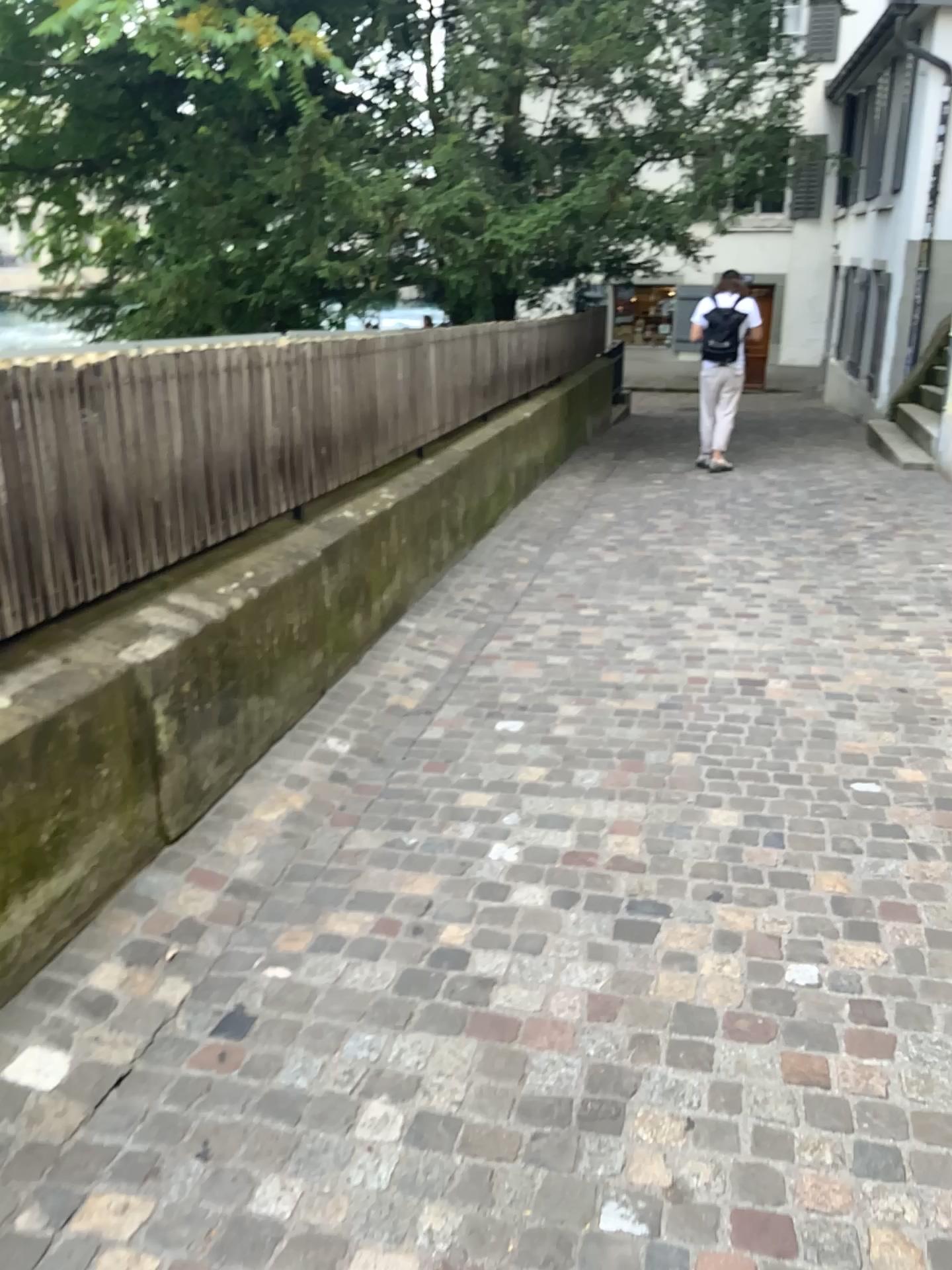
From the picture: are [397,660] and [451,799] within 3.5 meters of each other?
yes
